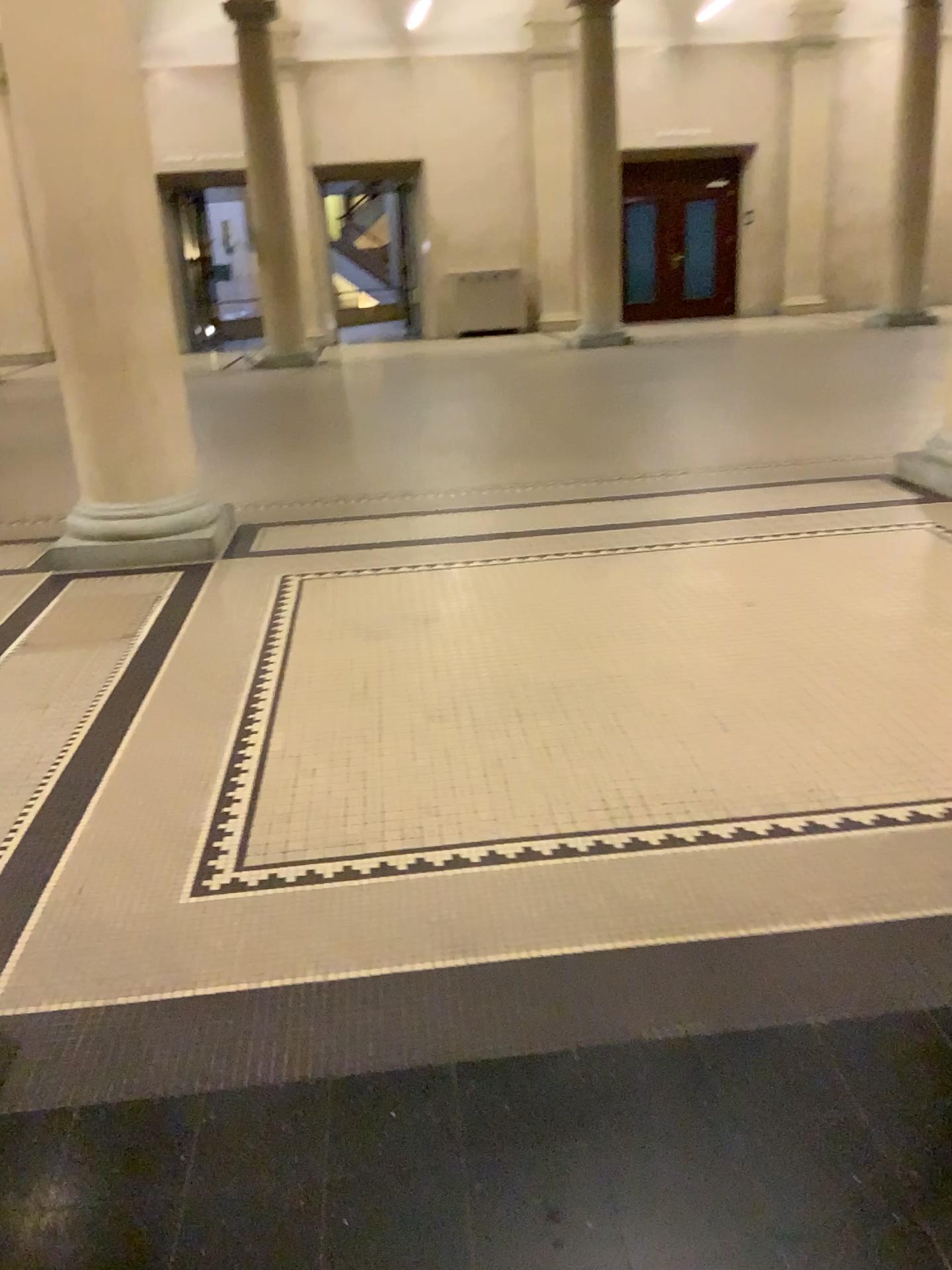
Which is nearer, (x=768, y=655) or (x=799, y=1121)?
(x=799, y=1121)
